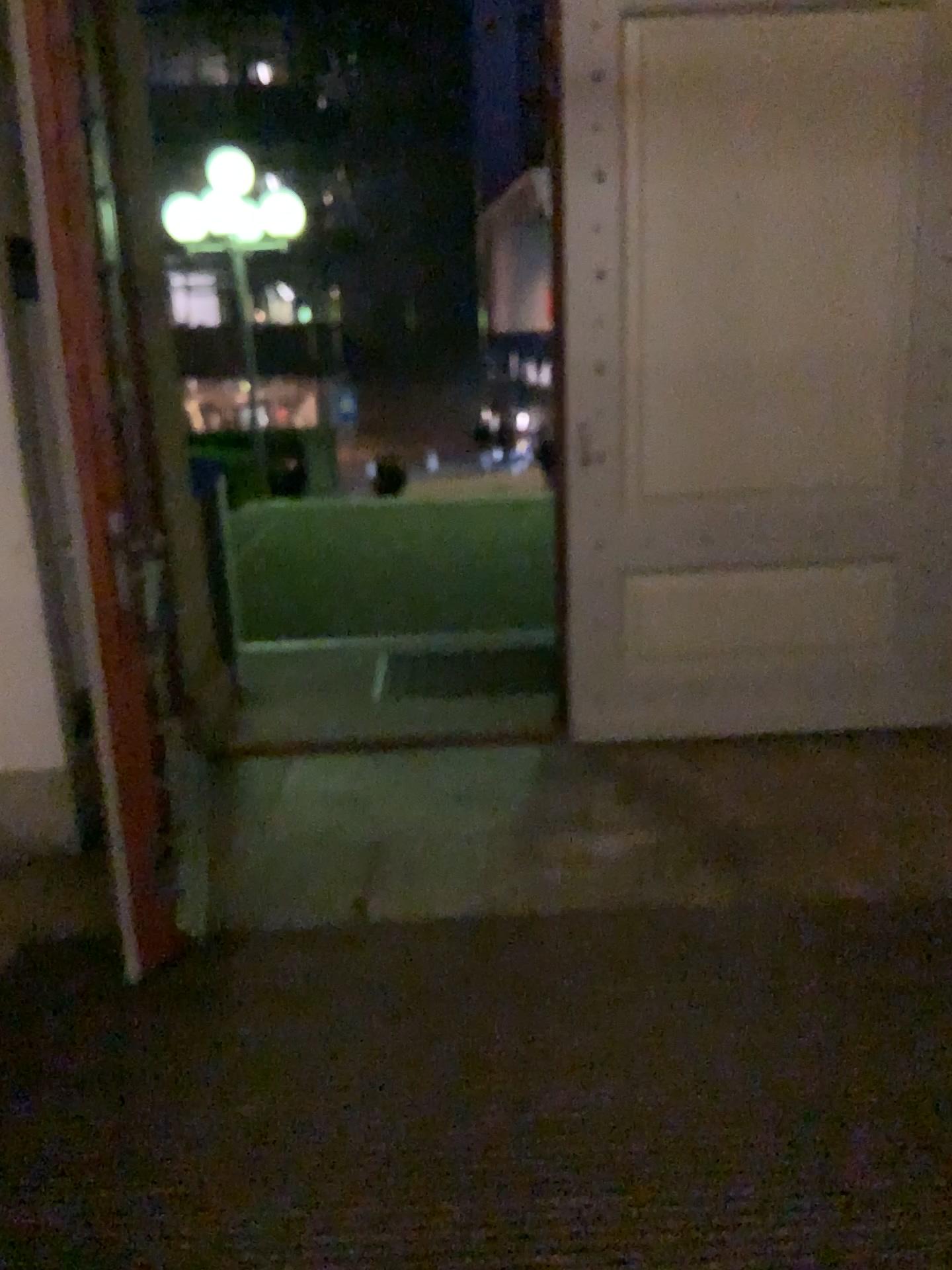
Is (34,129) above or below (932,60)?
below

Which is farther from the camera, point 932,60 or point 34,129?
point 932,60

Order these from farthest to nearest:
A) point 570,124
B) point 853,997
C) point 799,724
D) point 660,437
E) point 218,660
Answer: point 218,660 → point 799,724 → point 660,437 → point 570,124 → point 853,997

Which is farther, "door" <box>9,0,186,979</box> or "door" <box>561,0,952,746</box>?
"door" <box>561,0,952,746</box>
